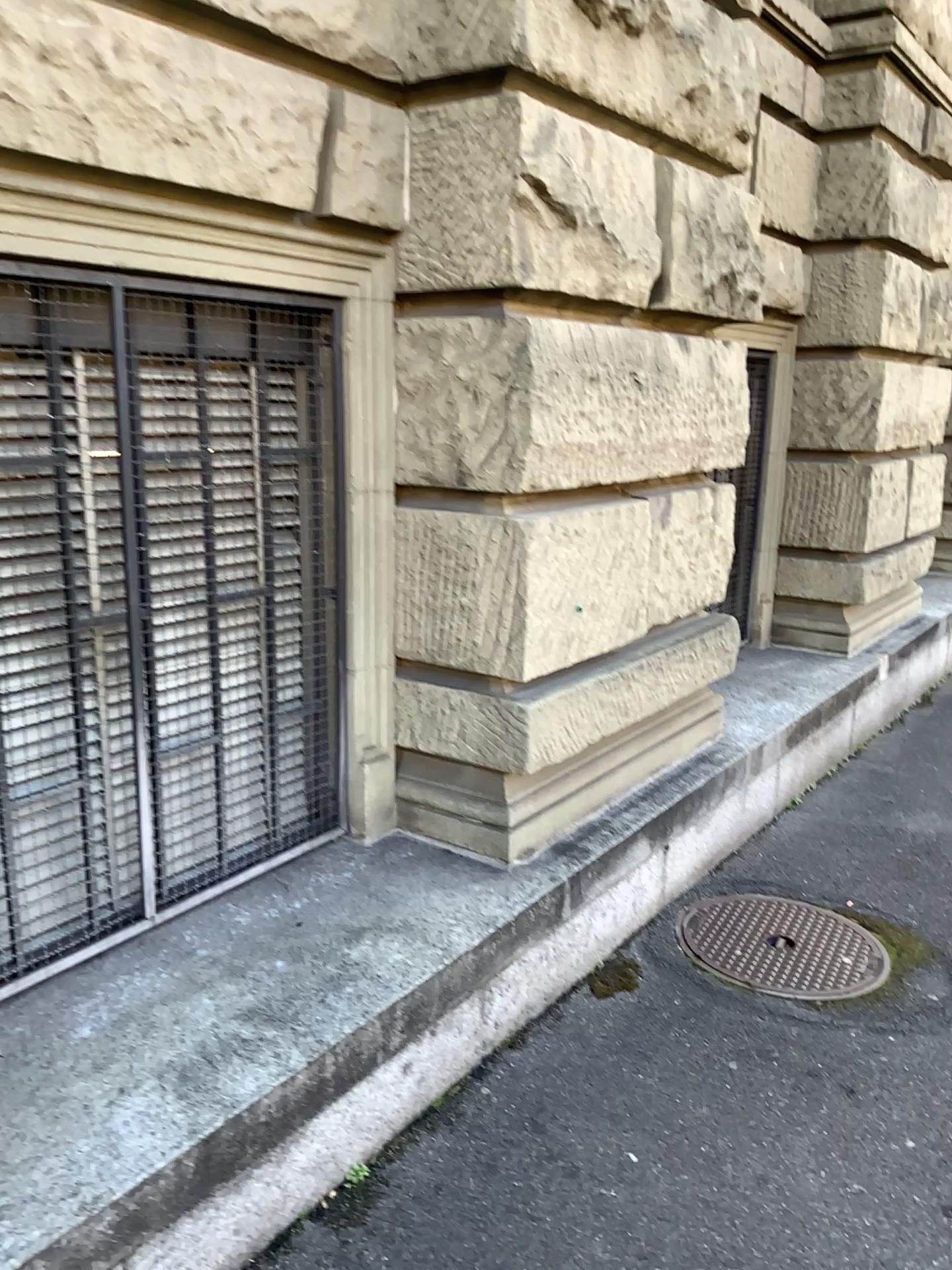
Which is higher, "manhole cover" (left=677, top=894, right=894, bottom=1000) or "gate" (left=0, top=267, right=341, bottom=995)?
"gate" (left=0, top=267, right=341, bottom=995)

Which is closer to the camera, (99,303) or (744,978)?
(99,303)

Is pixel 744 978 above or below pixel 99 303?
below

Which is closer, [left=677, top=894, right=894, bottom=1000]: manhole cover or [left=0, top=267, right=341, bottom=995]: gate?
[left=0, top=267, right=341, bottom=995]: gate

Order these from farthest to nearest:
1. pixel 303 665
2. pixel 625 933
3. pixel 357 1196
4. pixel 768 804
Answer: pixel 768 804 → pixel 625 933 → pixel 303 665 → pixel 357 1196
